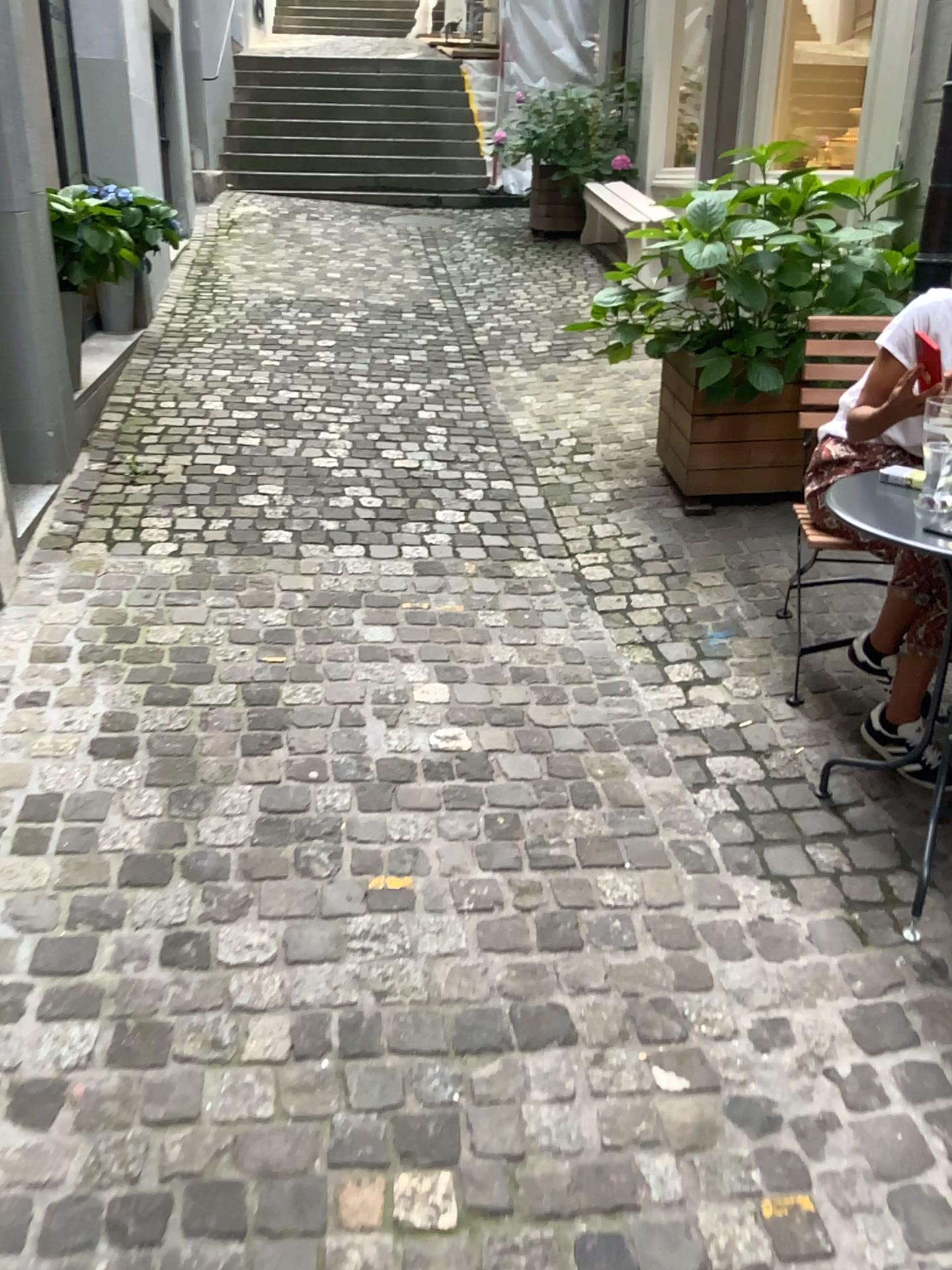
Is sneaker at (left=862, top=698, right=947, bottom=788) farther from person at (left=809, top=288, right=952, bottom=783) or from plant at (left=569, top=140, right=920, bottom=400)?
plant at (left=569, top=140, right=920, bottom=400)

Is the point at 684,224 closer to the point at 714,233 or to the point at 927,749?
the point at 714,233

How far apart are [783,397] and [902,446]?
1.3 meters

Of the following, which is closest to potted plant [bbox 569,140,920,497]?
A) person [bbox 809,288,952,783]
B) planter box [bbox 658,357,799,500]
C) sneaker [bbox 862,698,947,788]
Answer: planter box [bbox 658,357,799,500]

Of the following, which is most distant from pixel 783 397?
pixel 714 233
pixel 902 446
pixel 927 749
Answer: pixel 927 749

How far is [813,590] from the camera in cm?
316

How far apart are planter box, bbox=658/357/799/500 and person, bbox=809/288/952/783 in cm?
110

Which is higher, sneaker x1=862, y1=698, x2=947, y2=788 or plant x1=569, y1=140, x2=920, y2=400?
plant x1=569, y1=140, x2=920, y2=400

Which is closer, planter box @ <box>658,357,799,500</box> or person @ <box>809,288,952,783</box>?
person @ <box>809,288,952,783</box>

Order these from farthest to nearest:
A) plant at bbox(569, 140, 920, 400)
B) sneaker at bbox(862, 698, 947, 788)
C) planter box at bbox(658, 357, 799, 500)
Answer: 1. planter box at bbox(658, 357, 799, 500)
2. plant at bbox(569, 140, 920, 400)
3. sneaker at bbox(862, 698, 947, 788)
